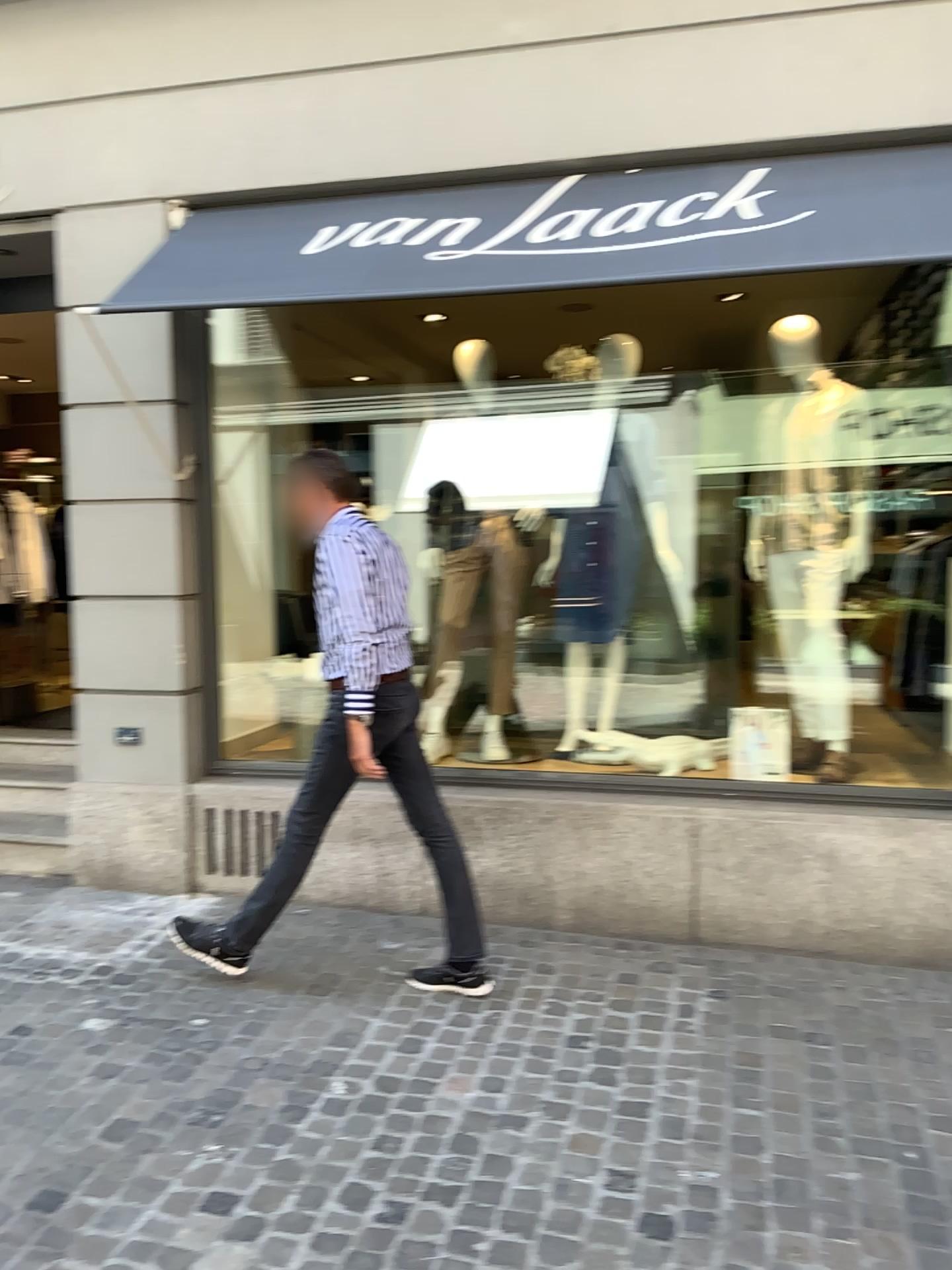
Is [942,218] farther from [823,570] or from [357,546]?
[357,546]

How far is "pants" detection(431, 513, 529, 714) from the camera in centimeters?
471cm

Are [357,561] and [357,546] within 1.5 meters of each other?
yes

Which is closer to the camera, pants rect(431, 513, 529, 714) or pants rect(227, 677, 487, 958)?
pants rect(227, 677, 487, 958)

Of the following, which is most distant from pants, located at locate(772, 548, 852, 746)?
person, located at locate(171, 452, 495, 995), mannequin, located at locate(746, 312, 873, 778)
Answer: person, located at locate(171, 452, 495, 995)

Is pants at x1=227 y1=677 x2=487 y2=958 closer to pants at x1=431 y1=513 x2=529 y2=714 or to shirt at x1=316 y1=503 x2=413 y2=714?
shirt at x1=316 y1=503 x2=413 y2=714

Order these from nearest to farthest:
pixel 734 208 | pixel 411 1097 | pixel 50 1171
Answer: pixel 50 1171 → pixel 411 1097 → pixel 734 208

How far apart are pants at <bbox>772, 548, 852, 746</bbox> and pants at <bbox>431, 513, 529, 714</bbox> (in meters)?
1.10

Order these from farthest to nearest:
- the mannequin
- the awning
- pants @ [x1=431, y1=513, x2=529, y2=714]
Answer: pants @ [x1=431, y1=513, x2=529, y2=714]
the mannequin
the awning

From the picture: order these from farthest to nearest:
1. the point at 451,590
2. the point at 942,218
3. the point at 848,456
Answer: the point at 451,590 → the point at 848,456 → the point at 942,218
